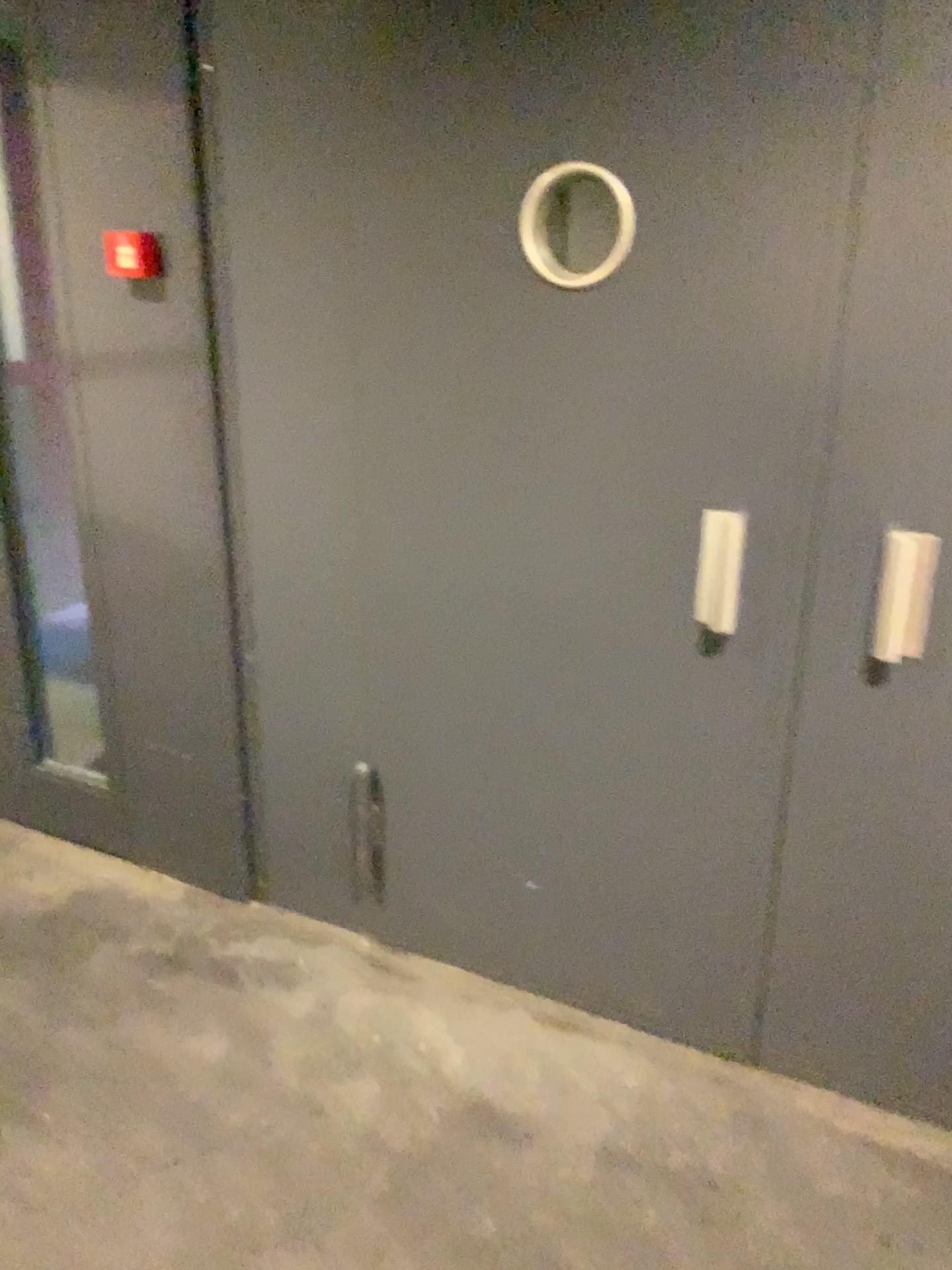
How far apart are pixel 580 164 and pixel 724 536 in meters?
0.7

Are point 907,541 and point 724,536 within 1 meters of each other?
yes

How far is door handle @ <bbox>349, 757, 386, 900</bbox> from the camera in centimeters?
235cm

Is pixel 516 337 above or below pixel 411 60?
below

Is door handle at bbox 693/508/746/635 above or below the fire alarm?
below

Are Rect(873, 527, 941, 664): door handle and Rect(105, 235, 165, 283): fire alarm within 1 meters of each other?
no

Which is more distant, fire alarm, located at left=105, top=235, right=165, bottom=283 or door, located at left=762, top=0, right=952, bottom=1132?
fire alarm, located at left=105, top=235, right=165, bottom=283

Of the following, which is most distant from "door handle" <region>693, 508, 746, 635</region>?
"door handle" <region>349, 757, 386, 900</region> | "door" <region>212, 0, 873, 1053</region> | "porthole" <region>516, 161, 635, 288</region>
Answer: "door handle" <region>349, 757, 386, 900</region>

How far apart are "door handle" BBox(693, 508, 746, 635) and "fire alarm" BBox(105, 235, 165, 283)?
1.2m

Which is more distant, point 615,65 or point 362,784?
point 362,784
